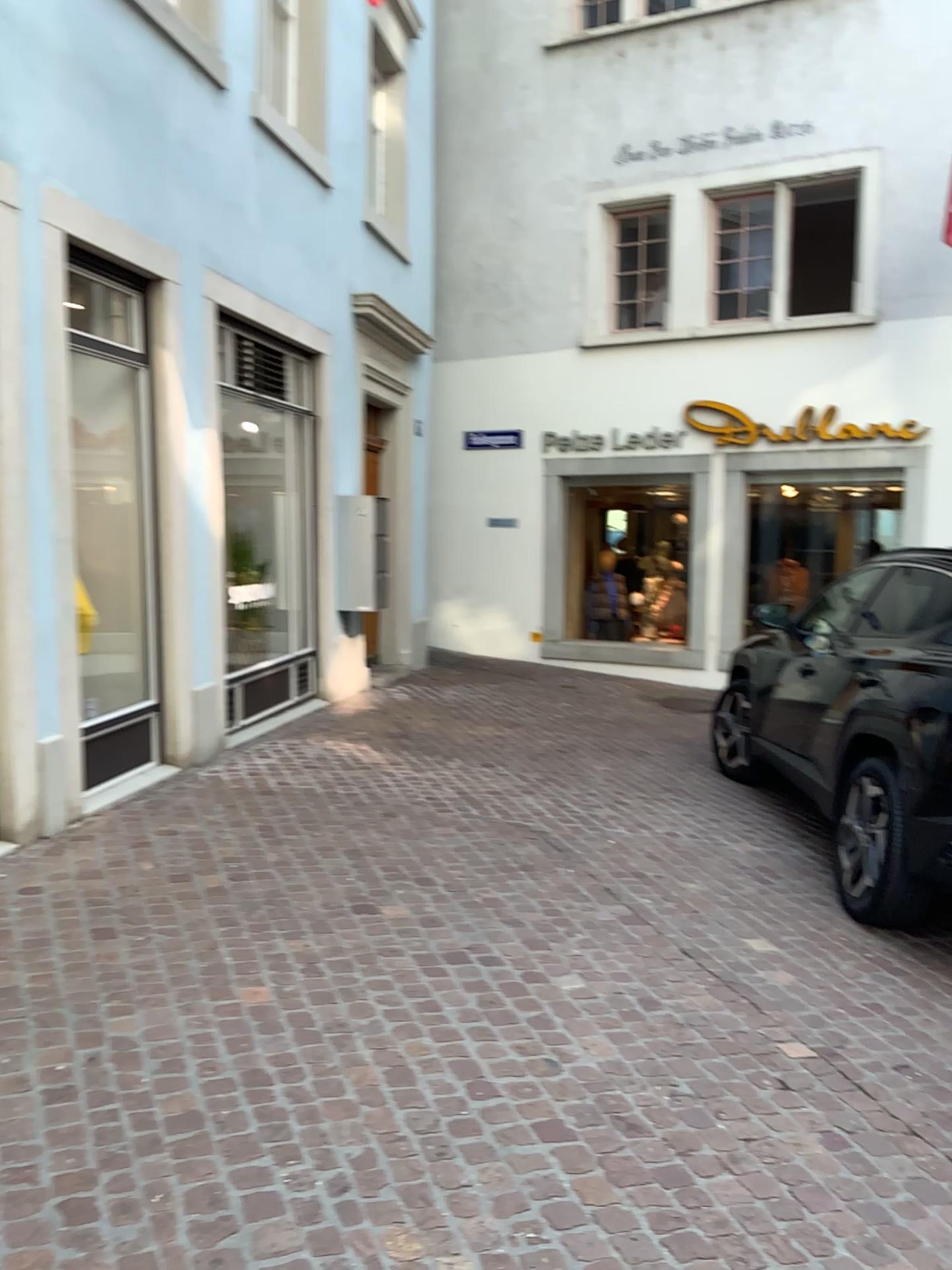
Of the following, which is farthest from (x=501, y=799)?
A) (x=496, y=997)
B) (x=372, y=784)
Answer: (x=496, y=997)
